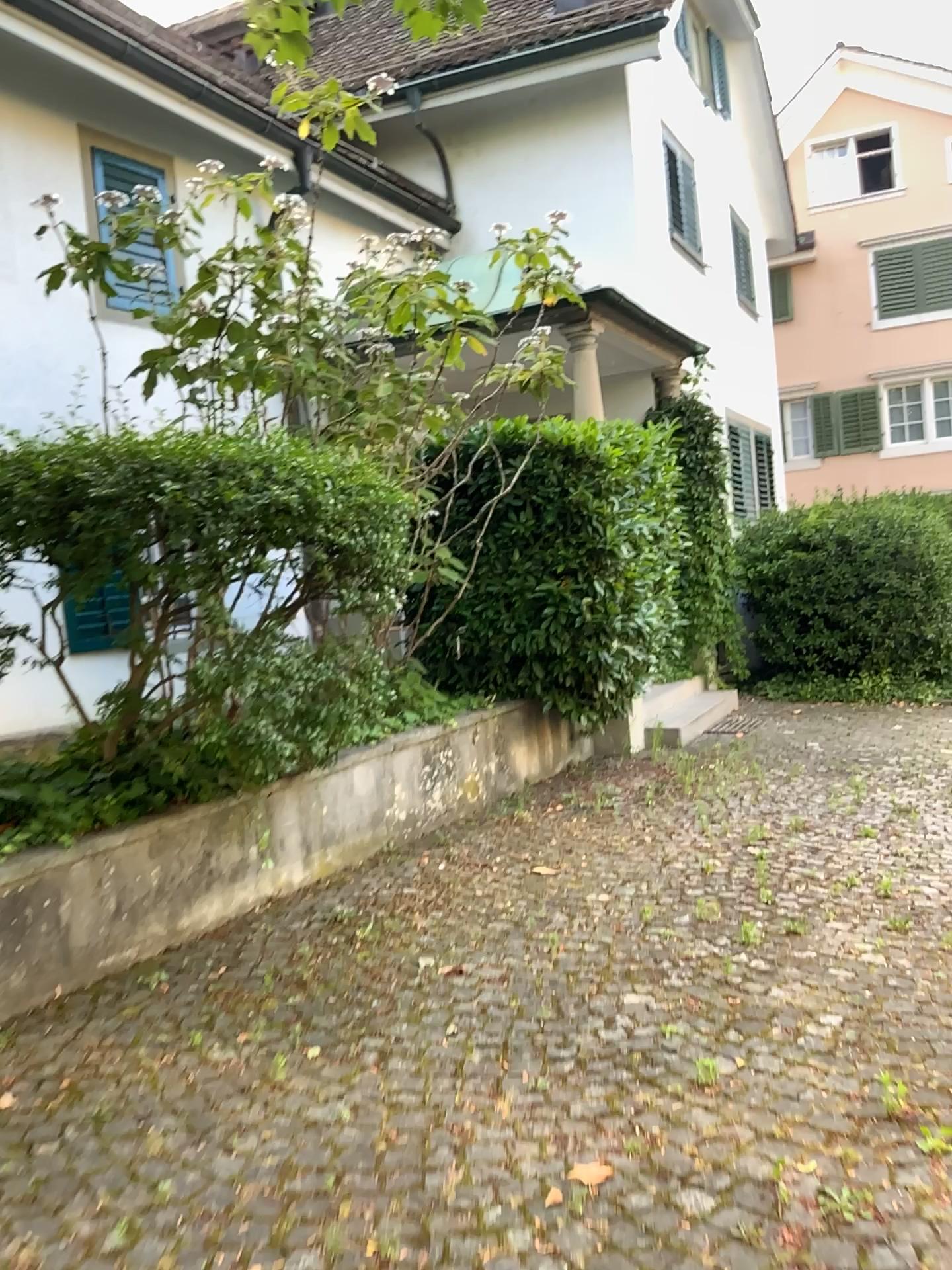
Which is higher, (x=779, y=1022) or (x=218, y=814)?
(x=218, y=814)
